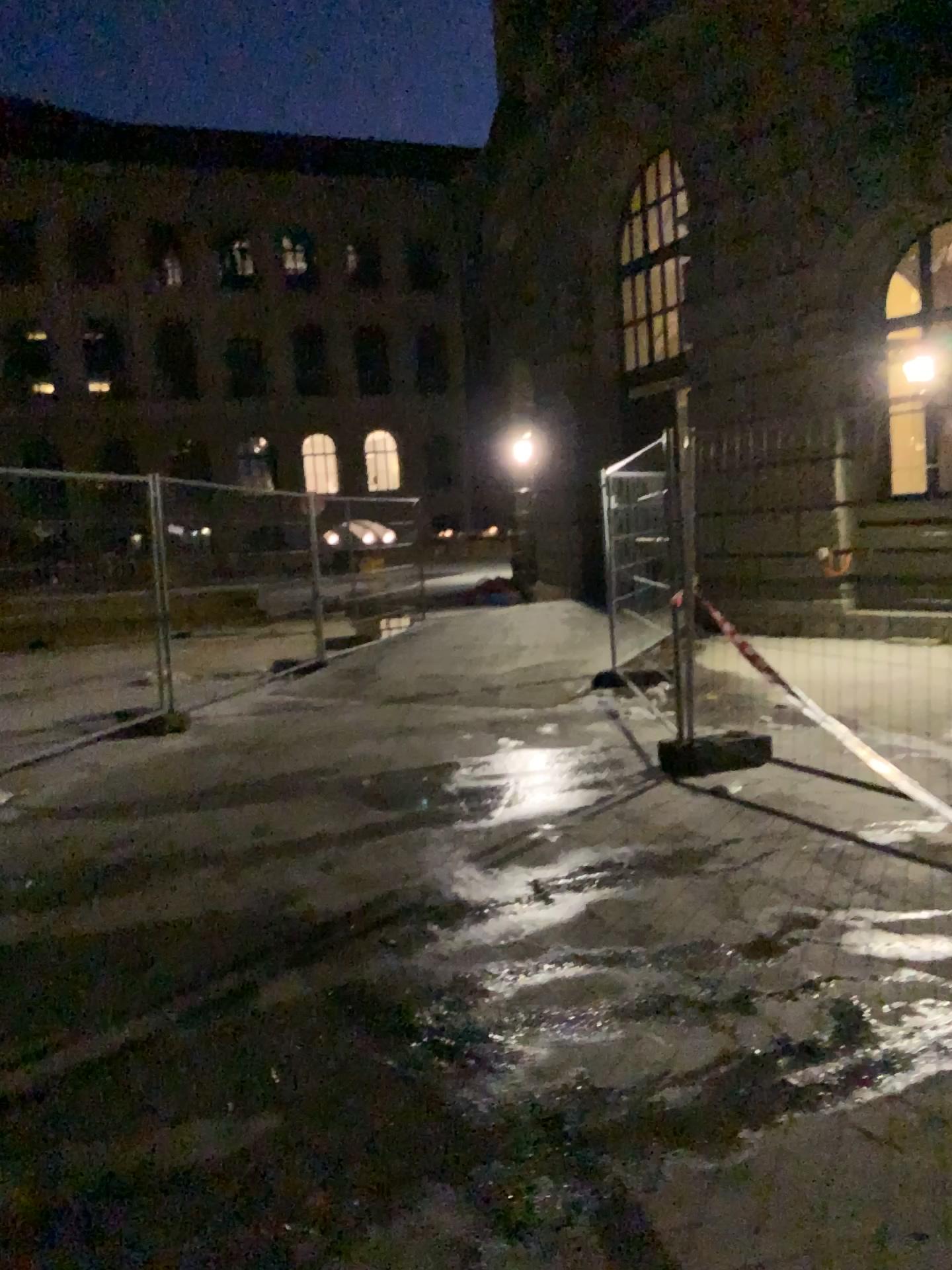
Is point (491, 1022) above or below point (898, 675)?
below
